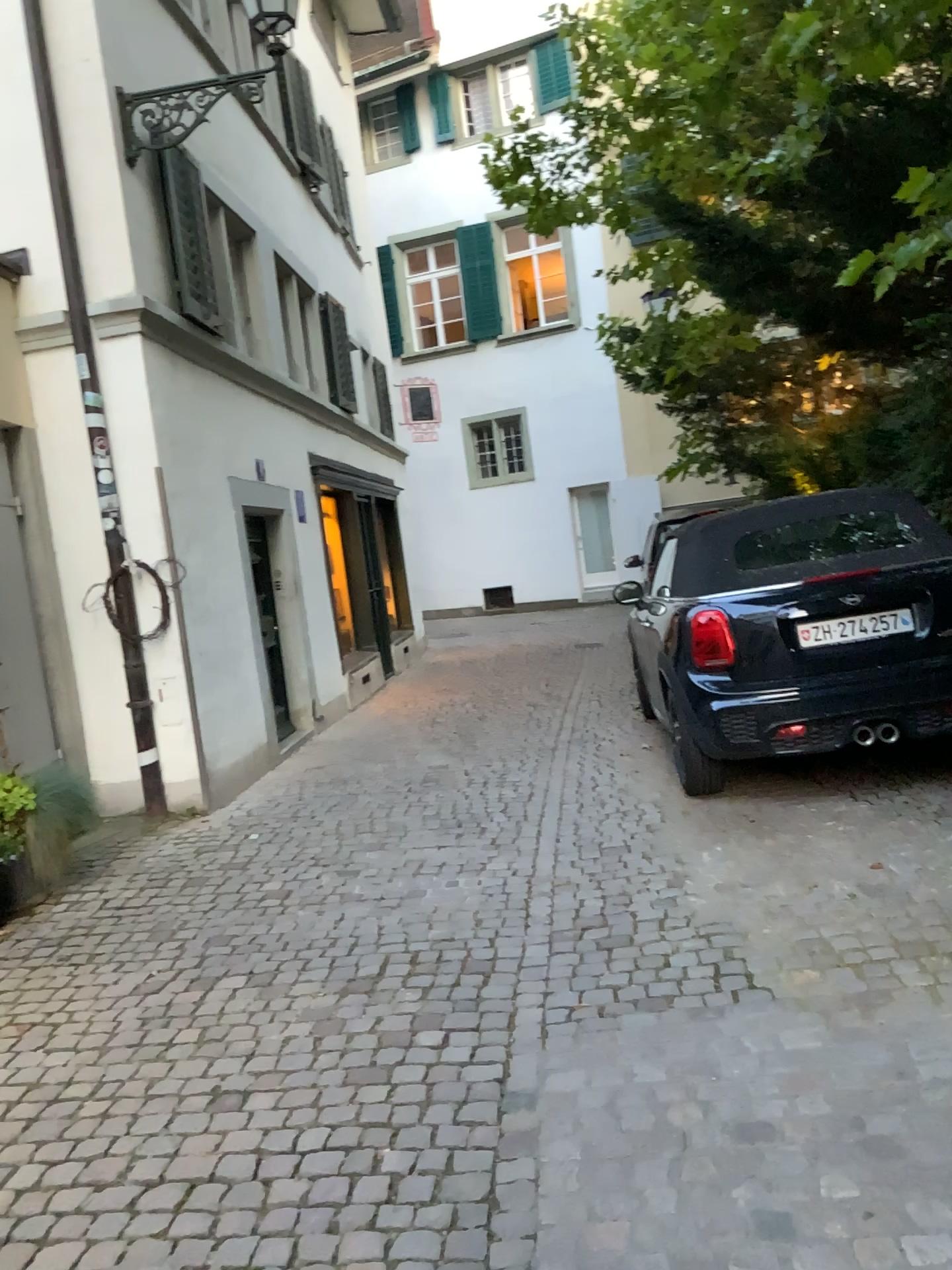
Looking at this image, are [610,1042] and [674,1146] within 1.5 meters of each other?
yes
